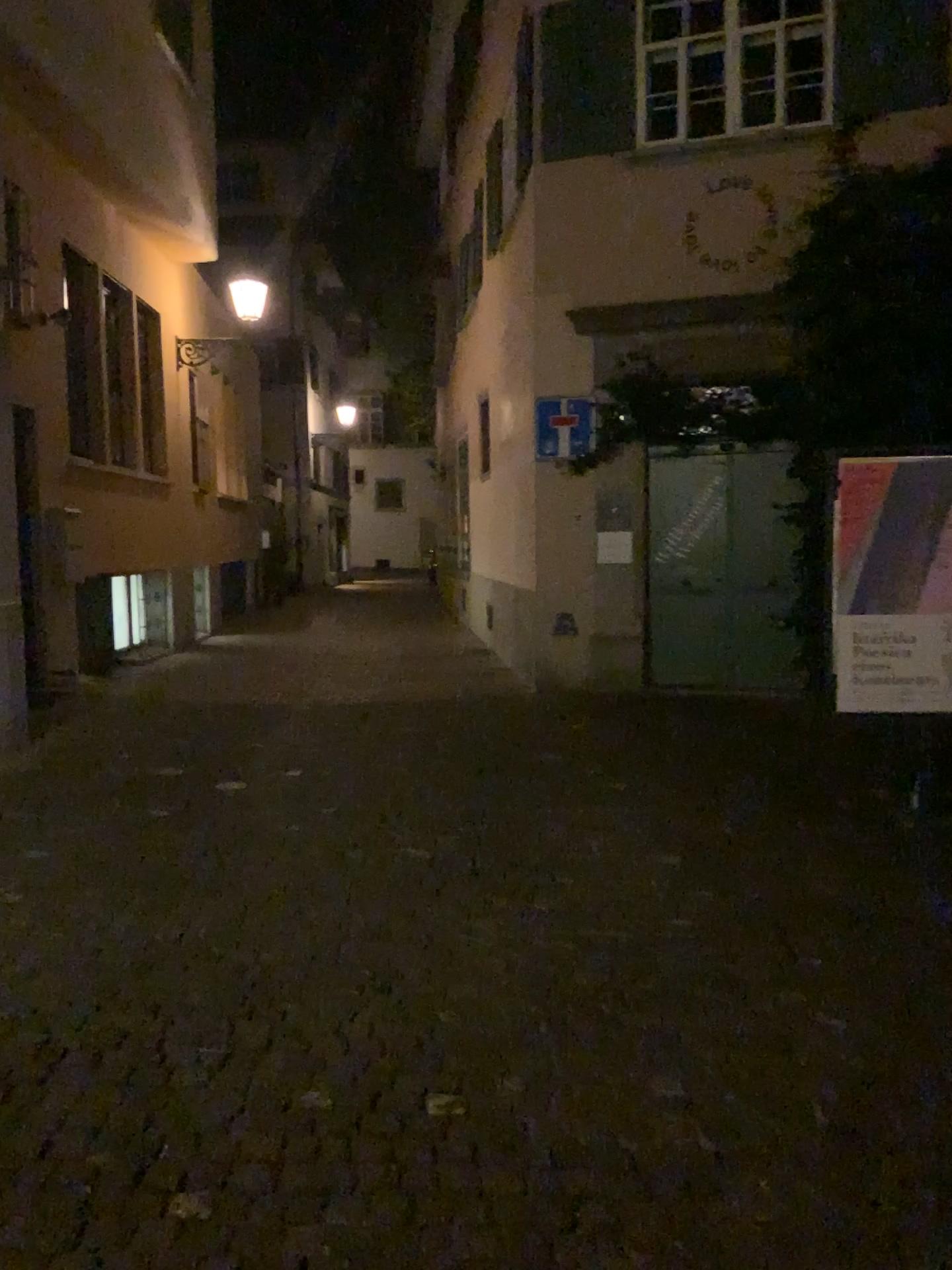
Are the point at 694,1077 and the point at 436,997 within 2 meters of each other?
yes
